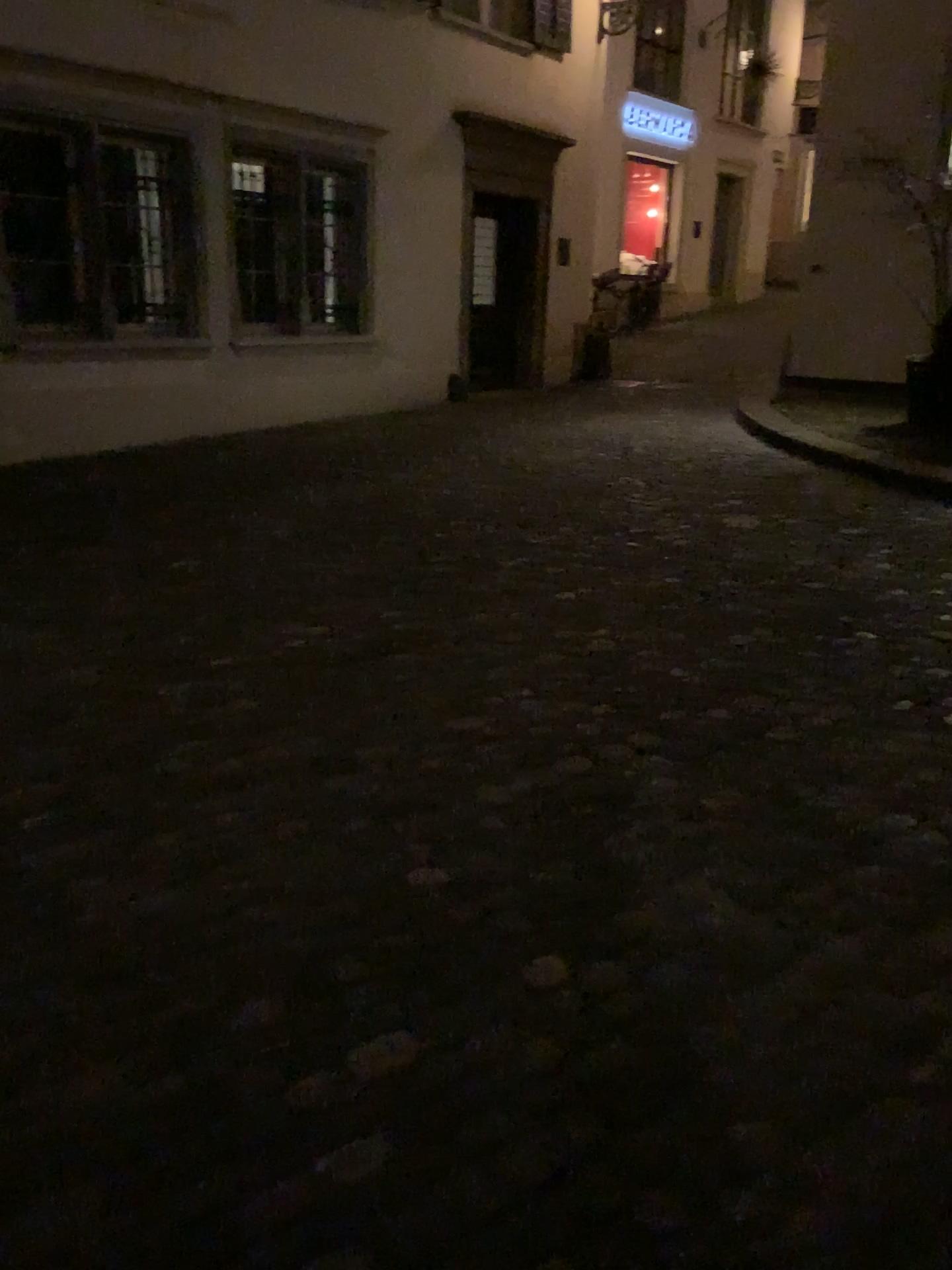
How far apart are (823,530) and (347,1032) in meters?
4.3 m
